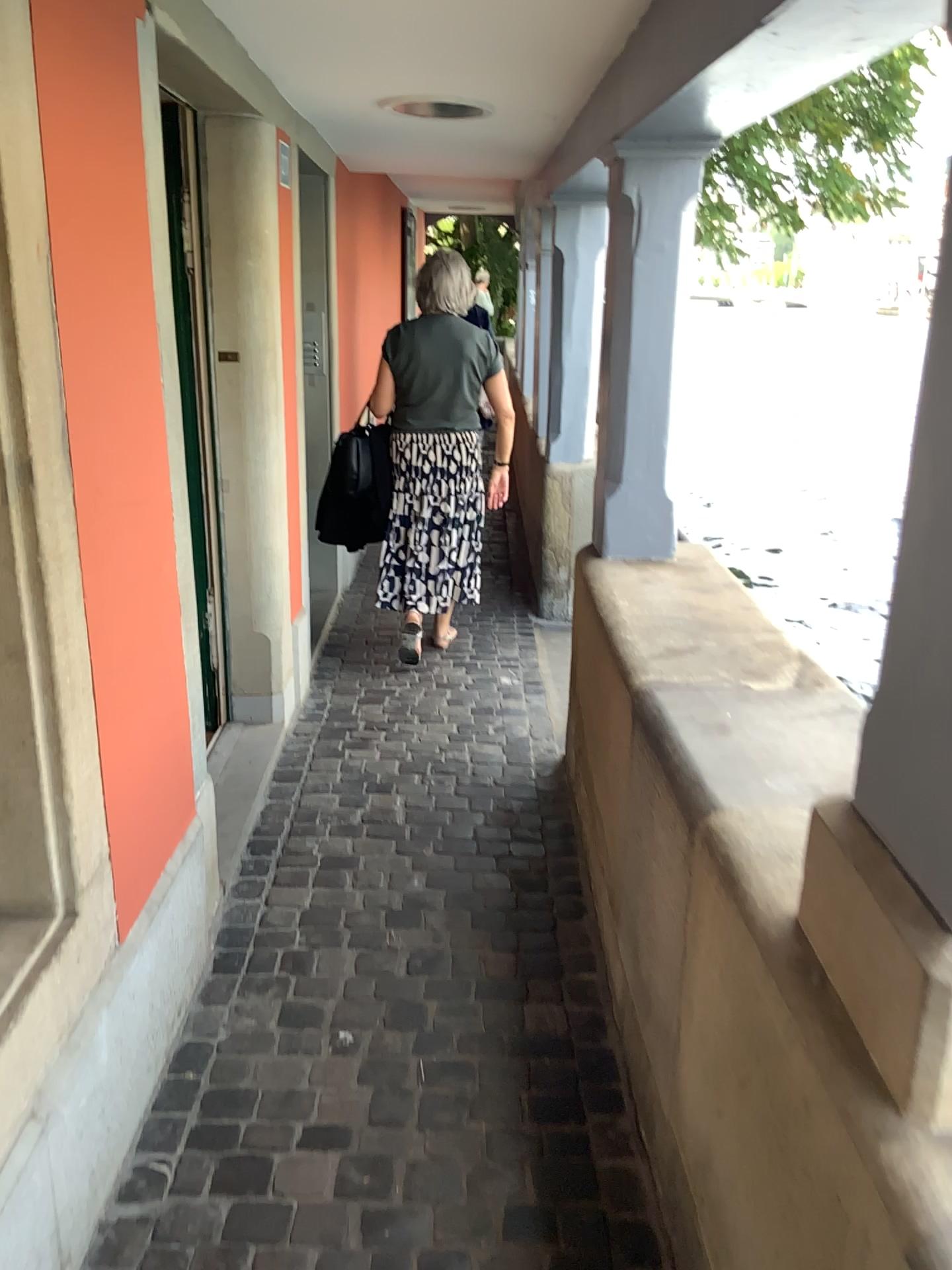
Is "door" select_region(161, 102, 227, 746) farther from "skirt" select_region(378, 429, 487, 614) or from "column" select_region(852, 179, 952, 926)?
"column" select_region(852, 179, 952, 926)

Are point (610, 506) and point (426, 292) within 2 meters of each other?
yes

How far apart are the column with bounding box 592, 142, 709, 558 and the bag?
1.5m

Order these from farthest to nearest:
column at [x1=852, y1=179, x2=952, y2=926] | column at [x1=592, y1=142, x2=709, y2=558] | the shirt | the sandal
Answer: the sandal
the shirt
column at [x1=592, y1=142, x2=709, y2=558]
column at [x1=852, y1=179, x2=952, y2=926]

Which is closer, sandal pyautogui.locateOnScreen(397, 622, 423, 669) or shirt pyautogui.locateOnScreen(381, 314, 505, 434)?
shirt pyautogui.locateOnScreen(381, 314, 505, 434)

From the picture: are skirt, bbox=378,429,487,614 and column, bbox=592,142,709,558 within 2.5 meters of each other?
yes

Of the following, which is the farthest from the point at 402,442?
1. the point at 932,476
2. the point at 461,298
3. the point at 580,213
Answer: the point at 932,476

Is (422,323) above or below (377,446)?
above

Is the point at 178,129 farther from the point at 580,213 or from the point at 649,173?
the point at 580,213

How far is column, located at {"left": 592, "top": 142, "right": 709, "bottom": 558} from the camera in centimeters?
282cm
